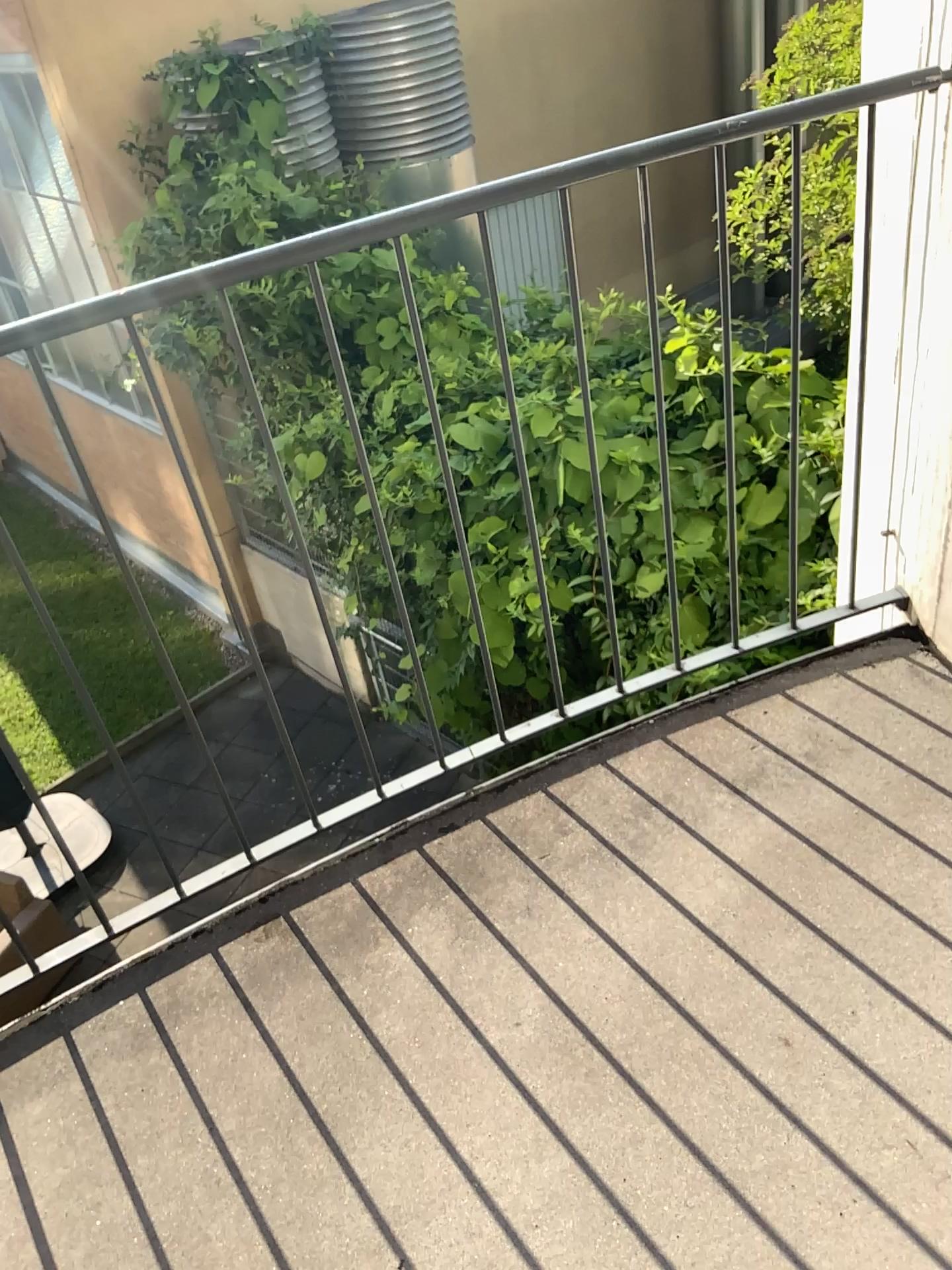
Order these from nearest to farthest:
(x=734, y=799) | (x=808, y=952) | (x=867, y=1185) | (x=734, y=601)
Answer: (x=867, y=1185), (x=808, y=952), (x=734, y=799), (x=734, y=601)
